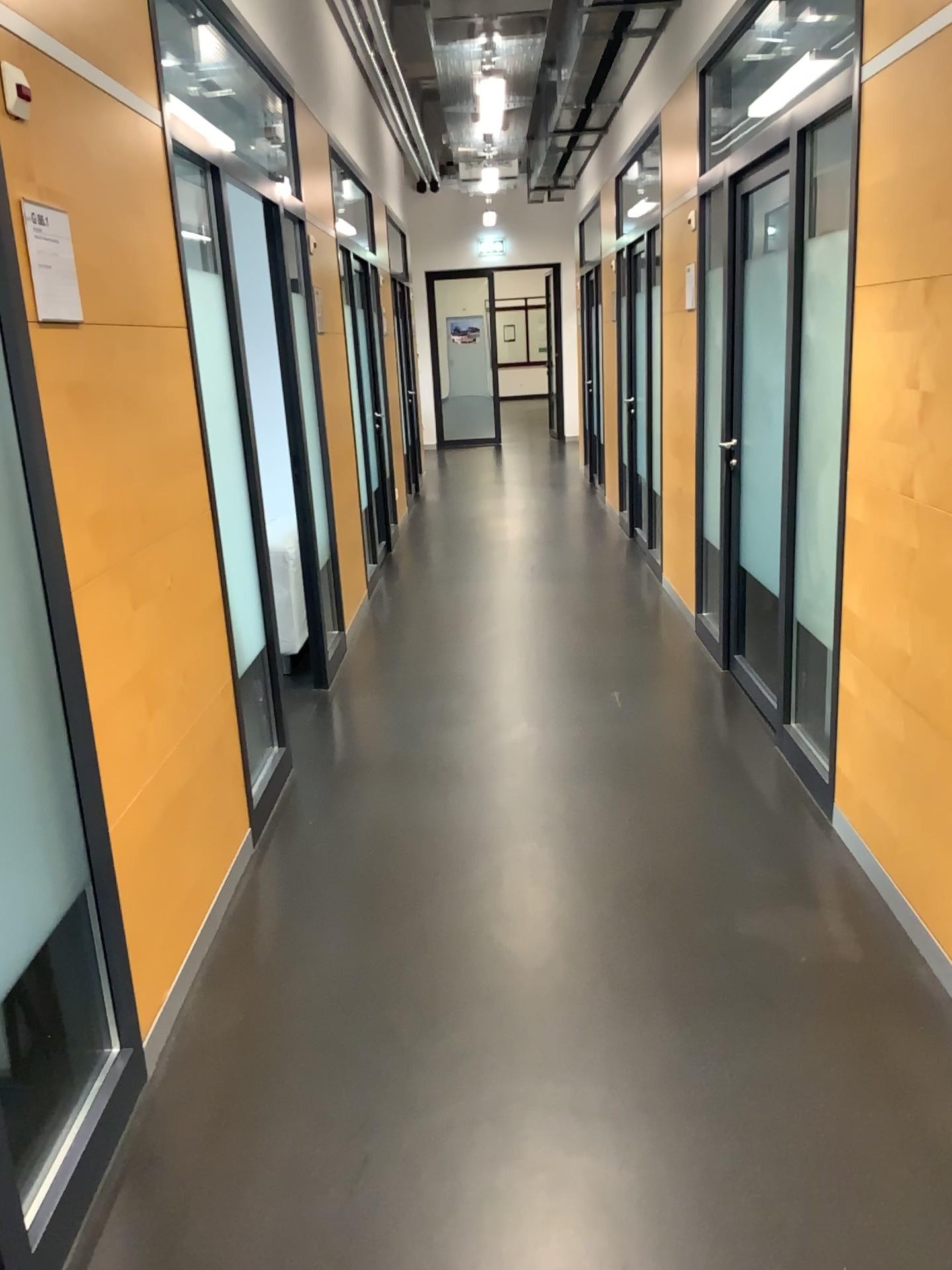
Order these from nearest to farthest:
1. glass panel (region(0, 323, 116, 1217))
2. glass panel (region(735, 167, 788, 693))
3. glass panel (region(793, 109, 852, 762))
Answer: glass panel (region(0, 323, 116, 1217)) < glass panel (region(793, 109, 852, 762)) < glass panel (region(735, 167, 788, 693))

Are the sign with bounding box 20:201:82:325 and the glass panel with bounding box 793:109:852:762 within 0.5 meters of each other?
no

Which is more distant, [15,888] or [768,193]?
[768,193]

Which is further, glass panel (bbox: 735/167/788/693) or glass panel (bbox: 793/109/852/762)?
glass panel (bbox: 735/167/788/693)

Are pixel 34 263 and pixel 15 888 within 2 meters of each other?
yes

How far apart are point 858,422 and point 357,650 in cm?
307

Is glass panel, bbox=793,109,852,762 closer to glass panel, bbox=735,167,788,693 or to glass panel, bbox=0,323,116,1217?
glass panel, bbox=735,167,788,693

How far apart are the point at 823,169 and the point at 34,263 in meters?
2.3

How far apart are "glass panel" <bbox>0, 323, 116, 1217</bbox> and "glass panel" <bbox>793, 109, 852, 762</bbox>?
2.22m

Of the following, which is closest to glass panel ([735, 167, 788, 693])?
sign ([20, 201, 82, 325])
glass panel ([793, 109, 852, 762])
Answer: glass panel ([793, 109, 852, 762])
